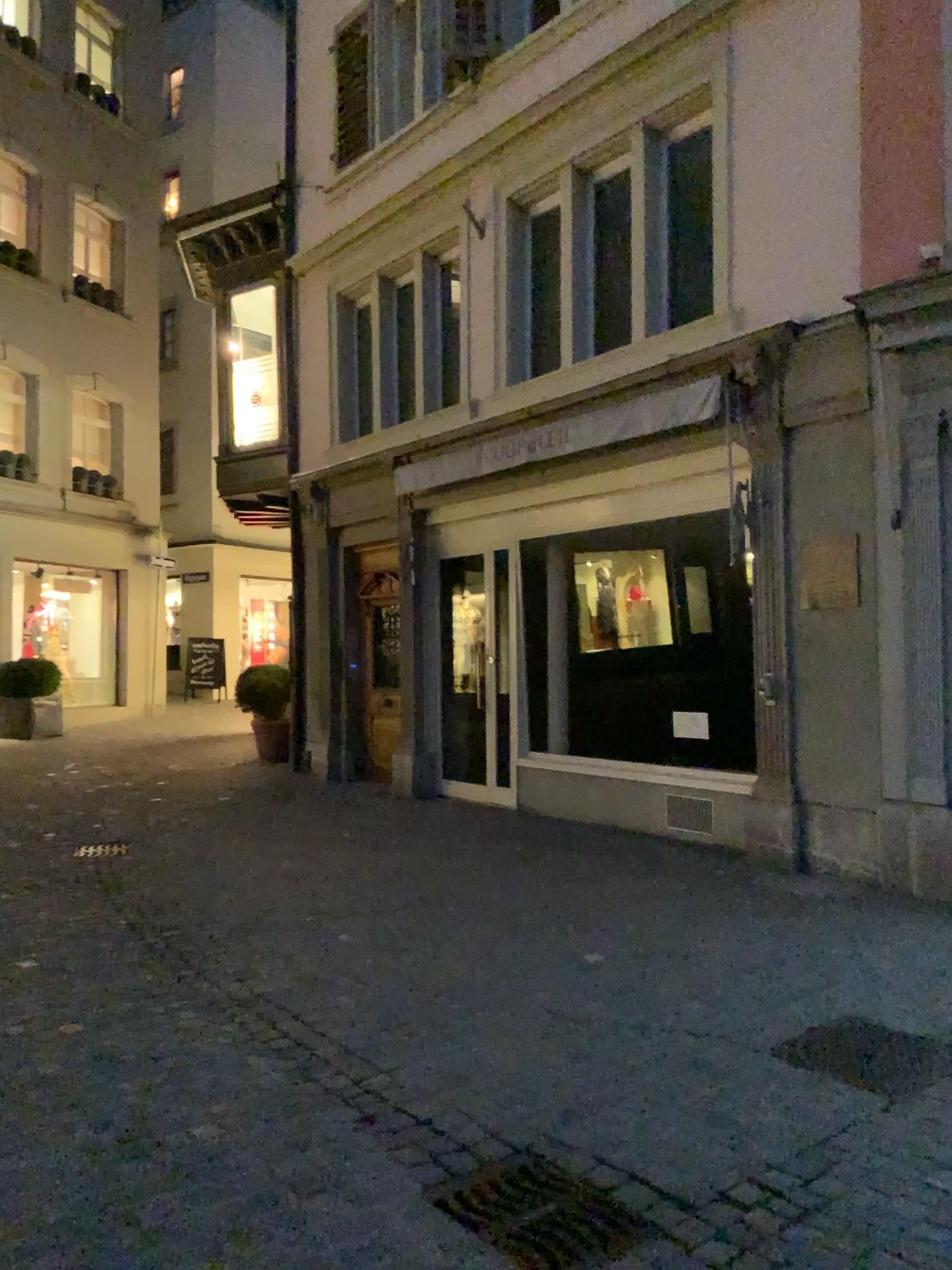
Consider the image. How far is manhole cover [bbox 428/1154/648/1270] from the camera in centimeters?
246cm

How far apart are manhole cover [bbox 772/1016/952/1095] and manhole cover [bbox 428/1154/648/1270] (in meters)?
1.06

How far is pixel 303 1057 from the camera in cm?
354

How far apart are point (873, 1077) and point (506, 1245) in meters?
1.5 m

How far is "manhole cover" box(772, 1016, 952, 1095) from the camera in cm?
335

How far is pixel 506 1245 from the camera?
2.46m

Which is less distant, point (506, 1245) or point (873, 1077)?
point (506, 1245)

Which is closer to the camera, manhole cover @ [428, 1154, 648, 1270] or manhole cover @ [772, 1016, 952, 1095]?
manhole cover @ [428, 1154, 648, 1270]
